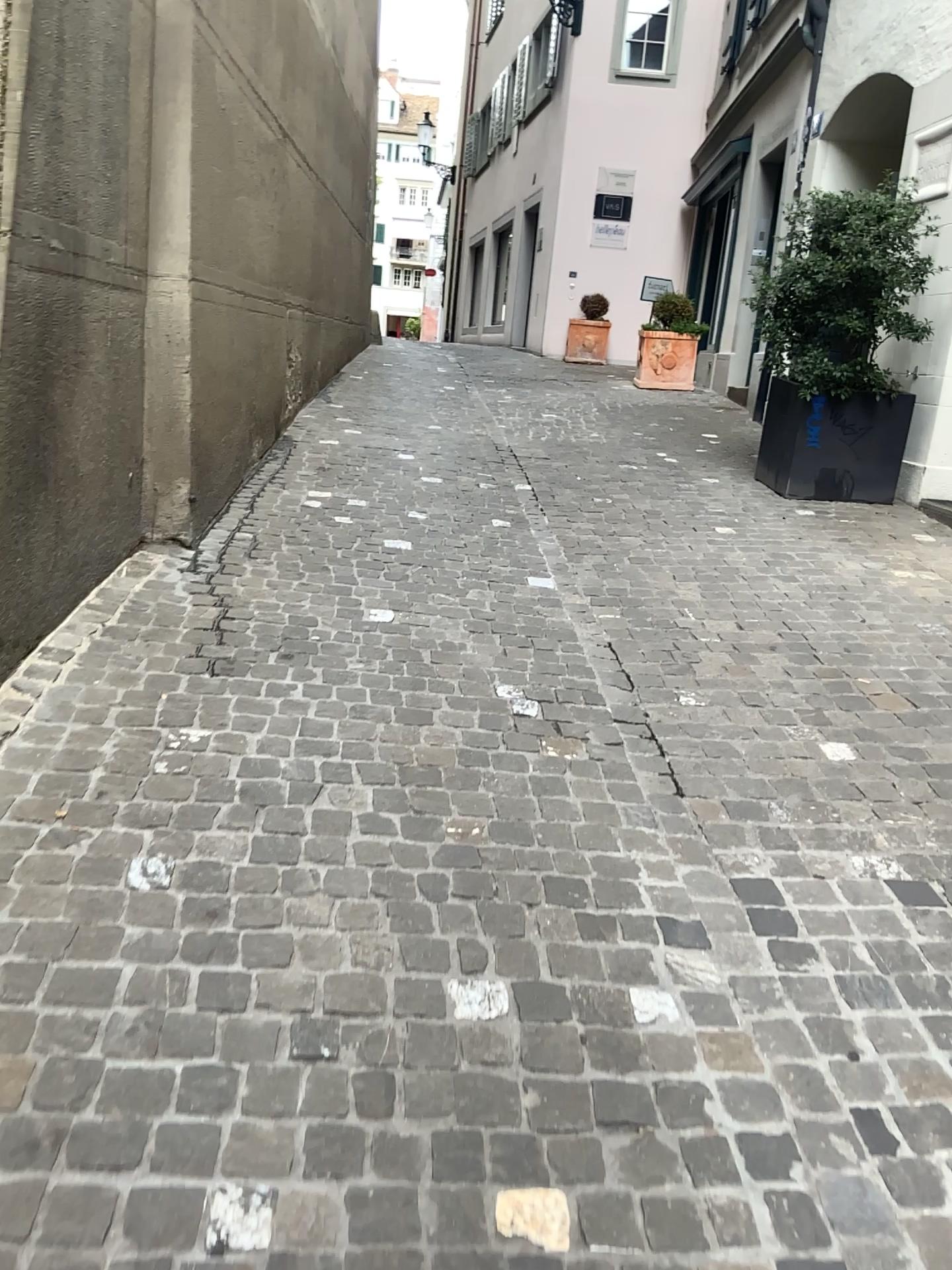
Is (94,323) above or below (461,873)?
above
